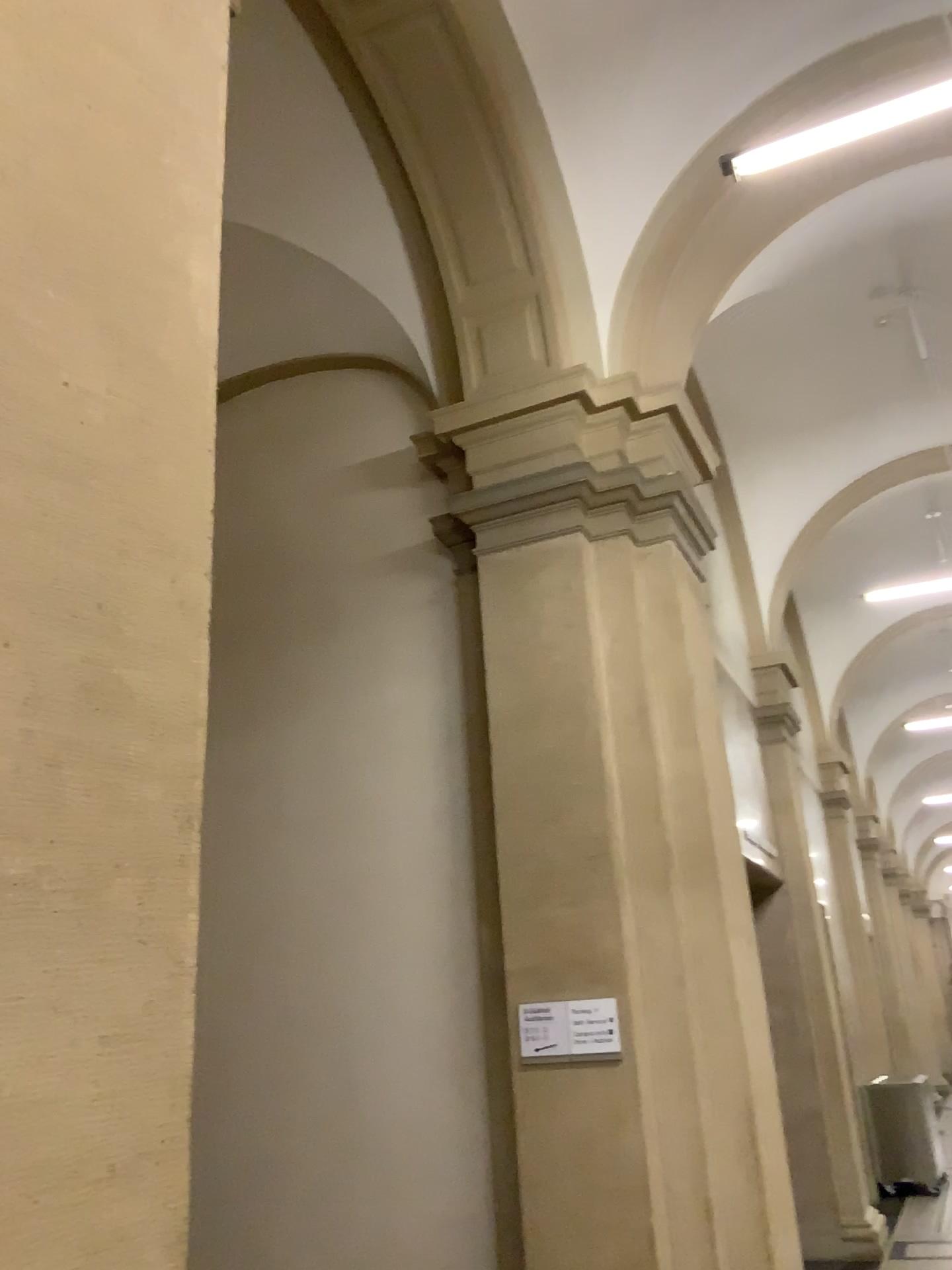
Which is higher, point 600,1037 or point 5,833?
point 5,833

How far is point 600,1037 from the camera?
4.32m

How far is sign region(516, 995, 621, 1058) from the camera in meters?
4.3

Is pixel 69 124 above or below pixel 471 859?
above

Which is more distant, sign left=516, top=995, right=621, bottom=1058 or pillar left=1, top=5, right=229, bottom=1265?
sign left=516, top=995, right=621, bottom=1058

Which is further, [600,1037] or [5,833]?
[600,1037]
